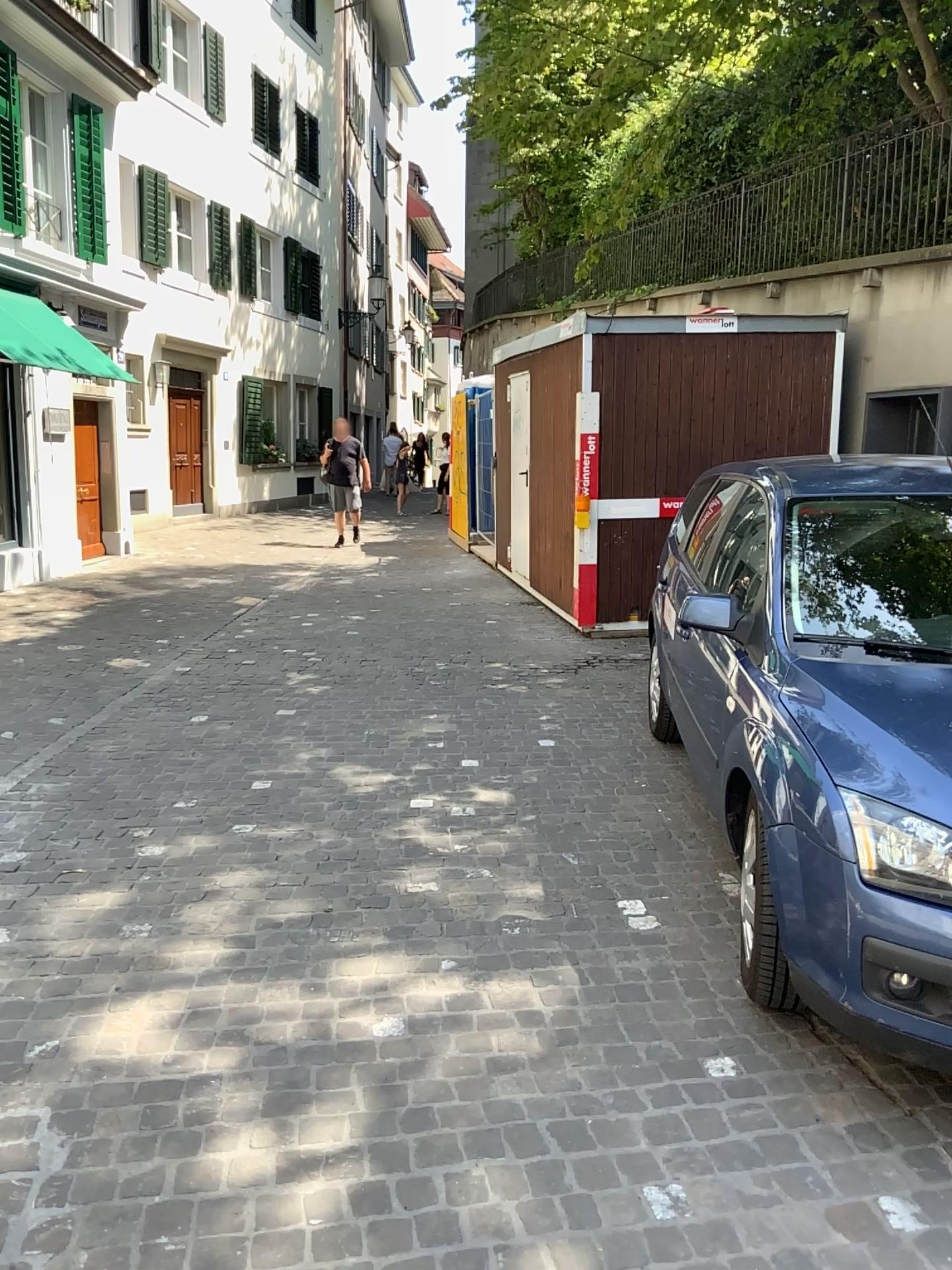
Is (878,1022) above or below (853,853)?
below
